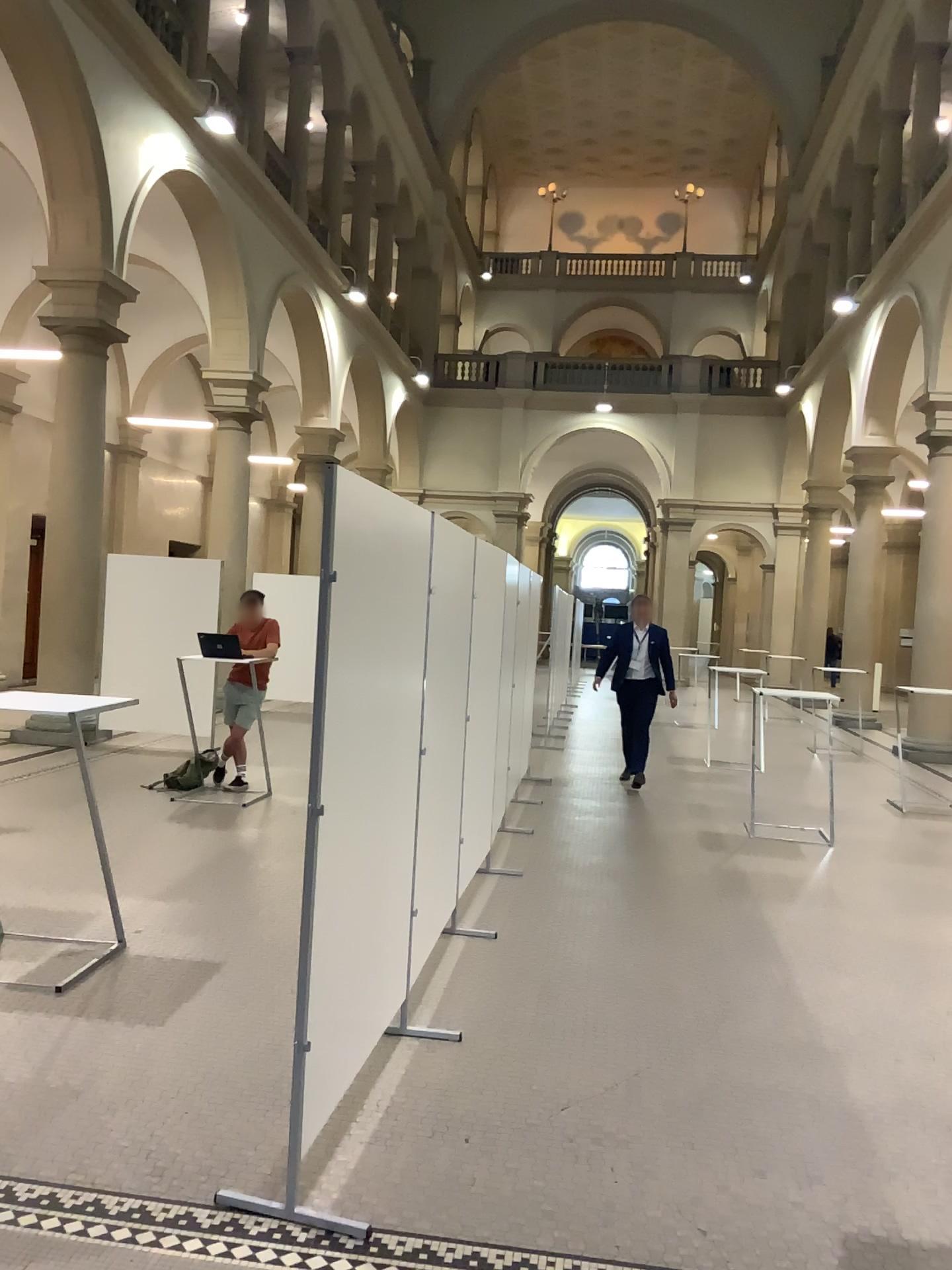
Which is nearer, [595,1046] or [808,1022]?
[595,1046]
